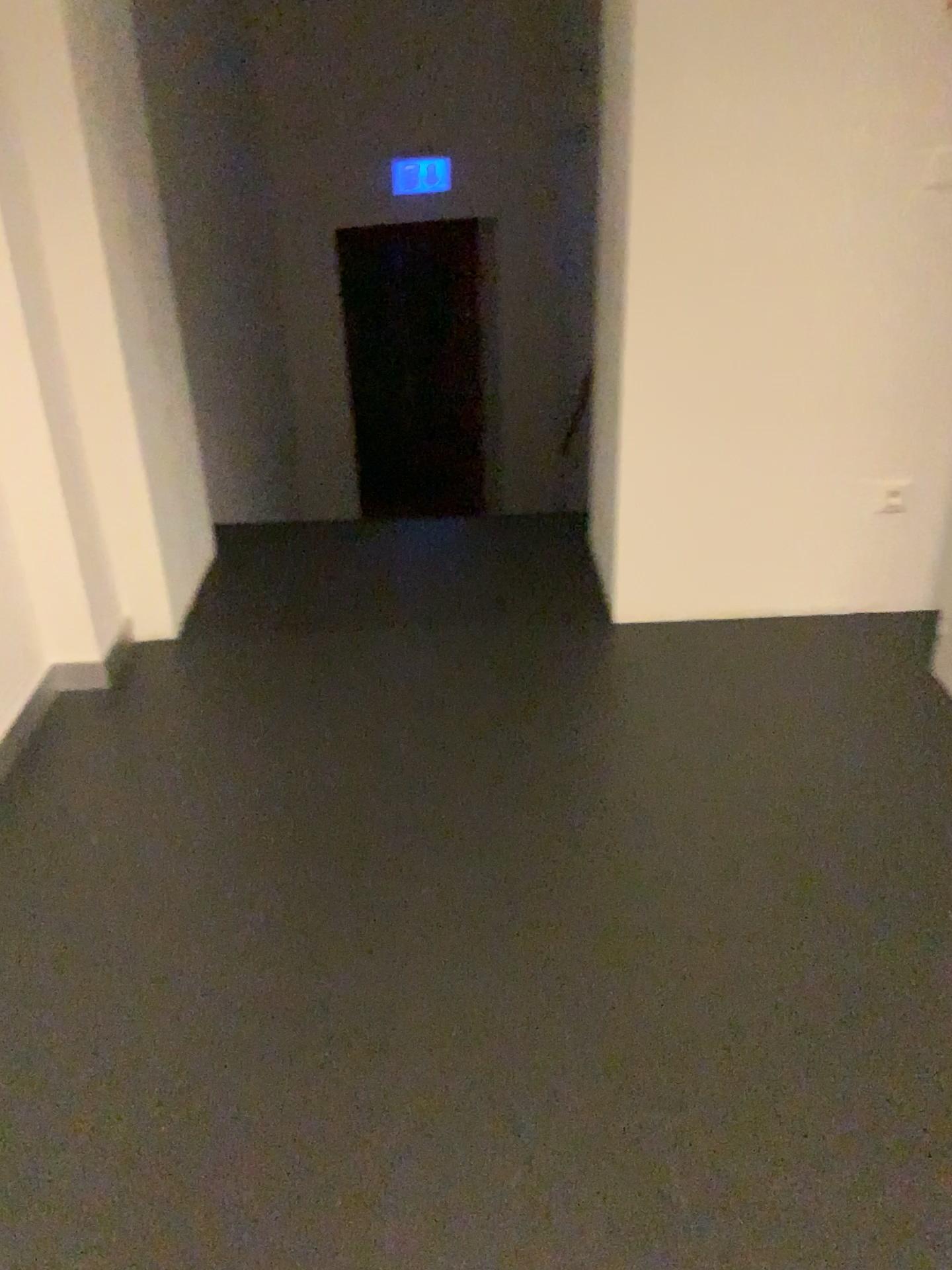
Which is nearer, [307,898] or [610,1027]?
[610,1027]
